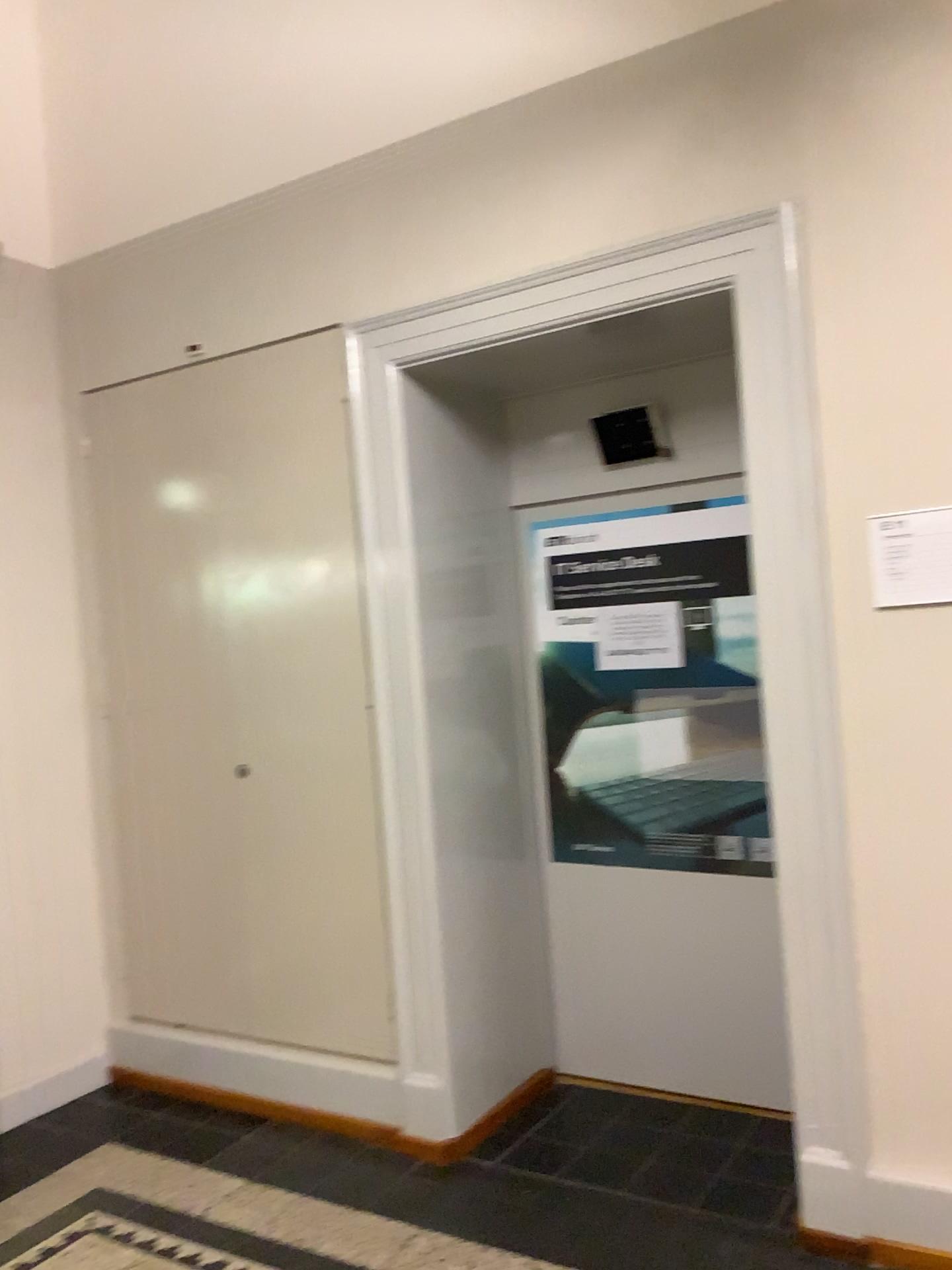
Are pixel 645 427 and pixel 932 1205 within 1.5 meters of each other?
no

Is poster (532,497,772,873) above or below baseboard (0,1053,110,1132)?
above

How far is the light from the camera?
3.7 meters

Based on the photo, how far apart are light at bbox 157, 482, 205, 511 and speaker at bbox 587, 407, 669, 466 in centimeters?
139cm

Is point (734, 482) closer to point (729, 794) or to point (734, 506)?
point (734, 506)

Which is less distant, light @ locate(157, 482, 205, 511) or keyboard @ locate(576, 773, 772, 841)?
keyboard @ locate(576, 773, 772, 841)

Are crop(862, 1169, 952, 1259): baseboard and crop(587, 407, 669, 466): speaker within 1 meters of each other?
no

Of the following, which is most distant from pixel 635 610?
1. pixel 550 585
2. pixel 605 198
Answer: pixel 605 198

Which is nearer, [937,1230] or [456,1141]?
[937,1230]

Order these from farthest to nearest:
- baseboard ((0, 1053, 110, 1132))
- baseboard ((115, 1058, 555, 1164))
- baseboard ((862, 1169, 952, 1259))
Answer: baseboard ((0, 1053, 110, 1132))
baseboard ((115, 1058, 555, 1164))
baseboard ((862, 1169, 952, 1259))
